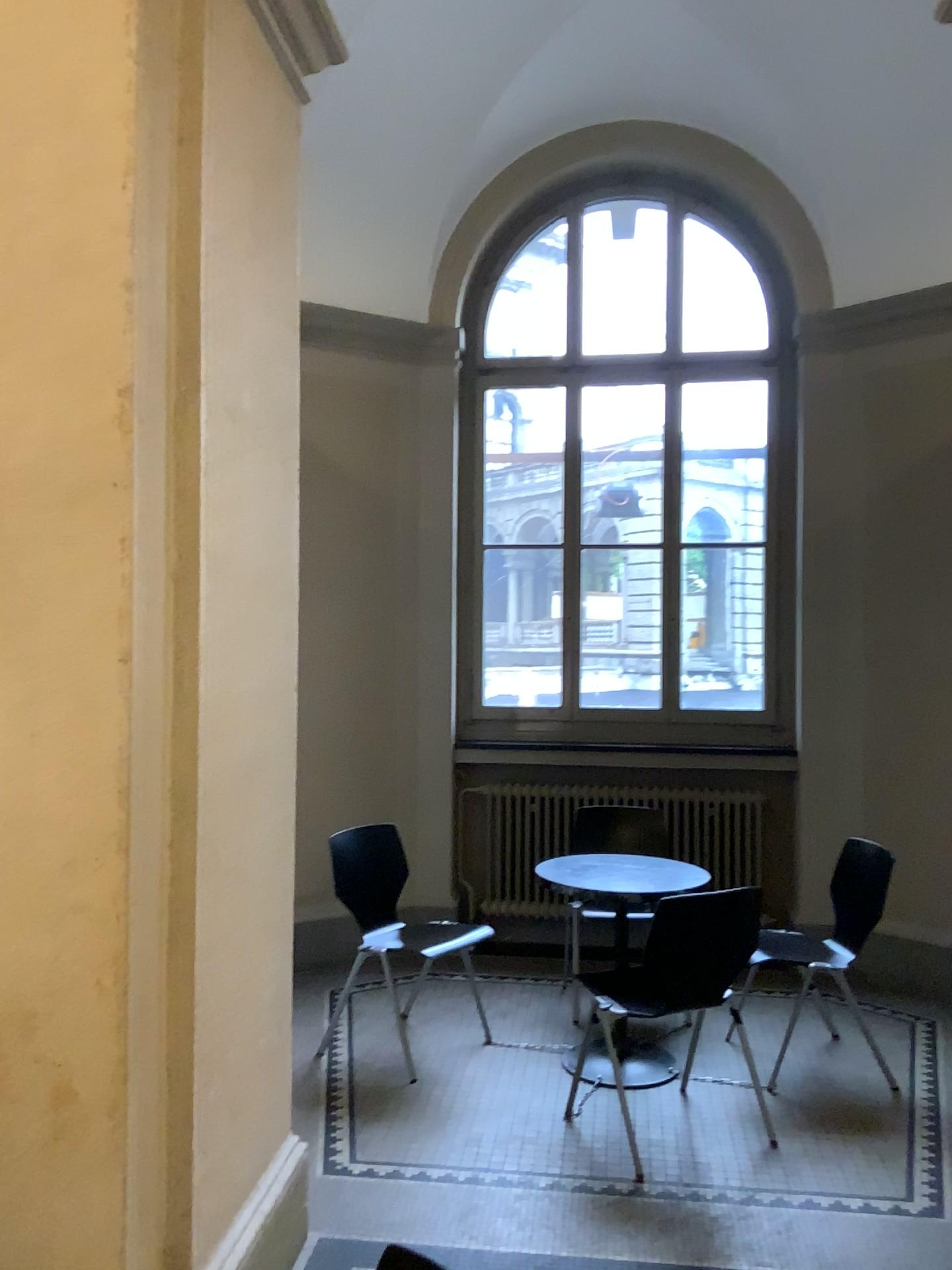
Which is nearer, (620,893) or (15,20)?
(15,20)

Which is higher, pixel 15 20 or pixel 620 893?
pixel 15 20

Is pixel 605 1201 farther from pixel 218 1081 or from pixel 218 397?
pixel 218 397

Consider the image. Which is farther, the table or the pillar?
the table
